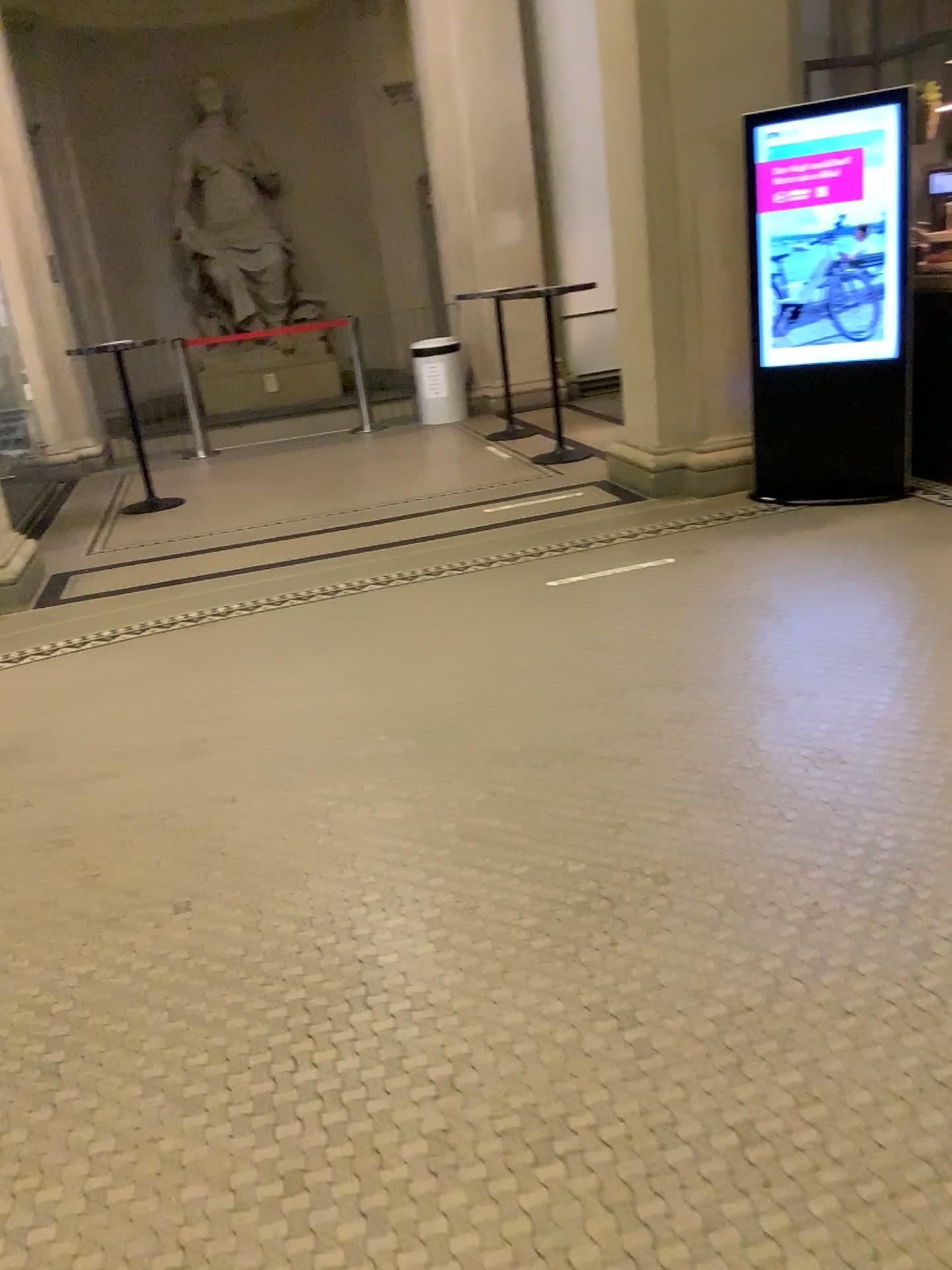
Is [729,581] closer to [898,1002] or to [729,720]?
[729,720]
